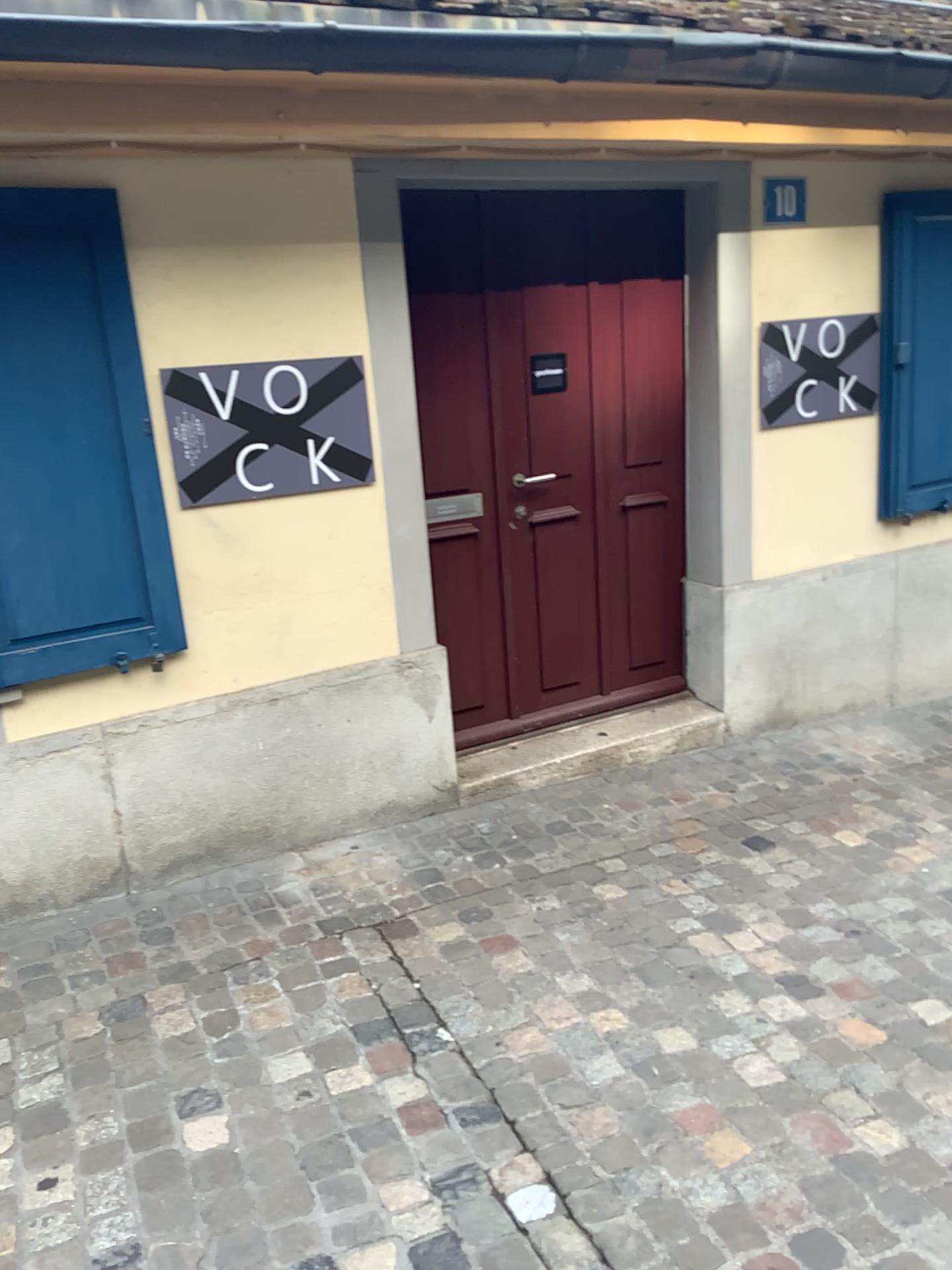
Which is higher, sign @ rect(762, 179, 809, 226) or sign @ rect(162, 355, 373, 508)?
sign @ rect(762, 179, 809, 226)

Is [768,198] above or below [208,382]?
above

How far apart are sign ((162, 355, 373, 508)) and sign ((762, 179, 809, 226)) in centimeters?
172cm

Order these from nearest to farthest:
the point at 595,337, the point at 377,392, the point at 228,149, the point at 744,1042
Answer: the point at 744,1042
the point at 228,149
the point at 377,392
the point at 595,337

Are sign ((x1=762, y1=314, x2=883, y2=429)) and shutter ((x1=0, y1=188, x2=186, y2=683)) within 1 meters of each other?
no

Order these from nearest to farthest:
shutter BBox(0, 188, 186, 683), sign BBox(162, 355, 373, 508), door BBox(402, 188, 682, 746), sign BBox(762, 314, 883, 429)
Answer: shutter BBox(0, 188, 186, 683) < sign BBox(162, 355, 373, 508) < door BBox(402, 188, 682, 746) < sign BBox(762, 314, 883, 429)

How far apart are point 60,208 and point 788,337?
2.6 meters

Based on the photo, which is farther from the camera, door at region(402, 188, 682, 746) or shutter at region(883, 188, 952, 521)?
shutter at region(883, 188, 952, 521)

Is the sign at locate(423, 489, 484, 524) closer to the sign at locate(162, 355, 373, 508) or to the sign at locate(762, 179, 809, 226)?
the sign at locate(162, 355, 373, 508)

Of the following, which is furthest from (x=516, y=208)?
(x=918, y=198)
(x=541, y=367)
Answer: (x=918, y=198)
